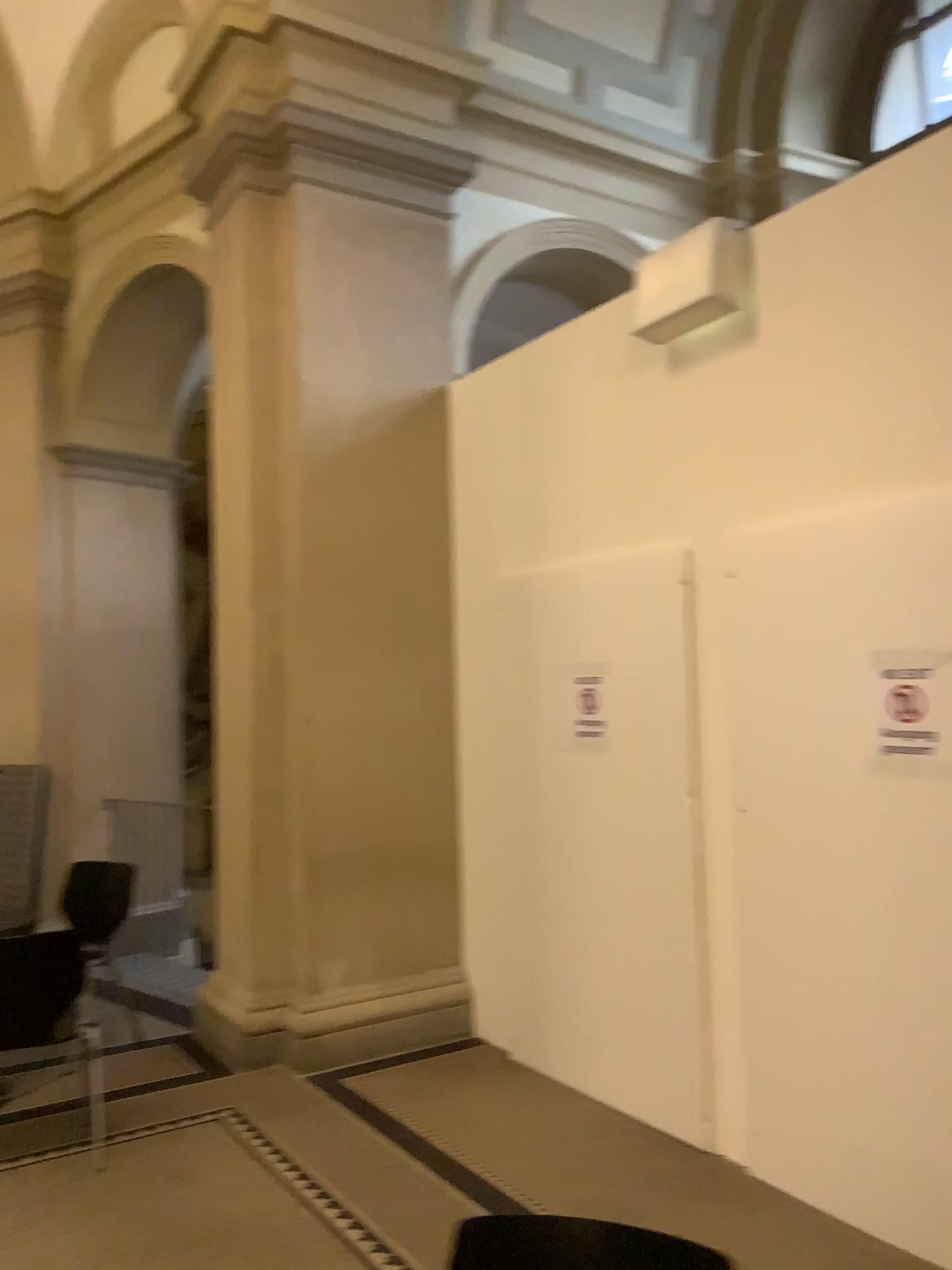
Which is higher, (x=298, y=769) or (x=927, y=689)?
(x=927, y=689)

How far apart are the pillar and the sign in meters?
2.4 m

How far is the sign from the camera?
2.9m

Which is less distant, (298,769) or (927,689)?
(927,689)

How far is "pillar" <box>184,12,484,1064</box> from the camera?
4.7 meters

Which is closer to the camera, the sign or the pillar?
the sign

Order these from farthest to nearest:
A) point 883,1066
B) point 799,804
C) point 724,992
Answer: point 724,992, point 799,804, point 883,1066

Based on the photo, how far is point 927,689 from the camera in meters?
2.9
